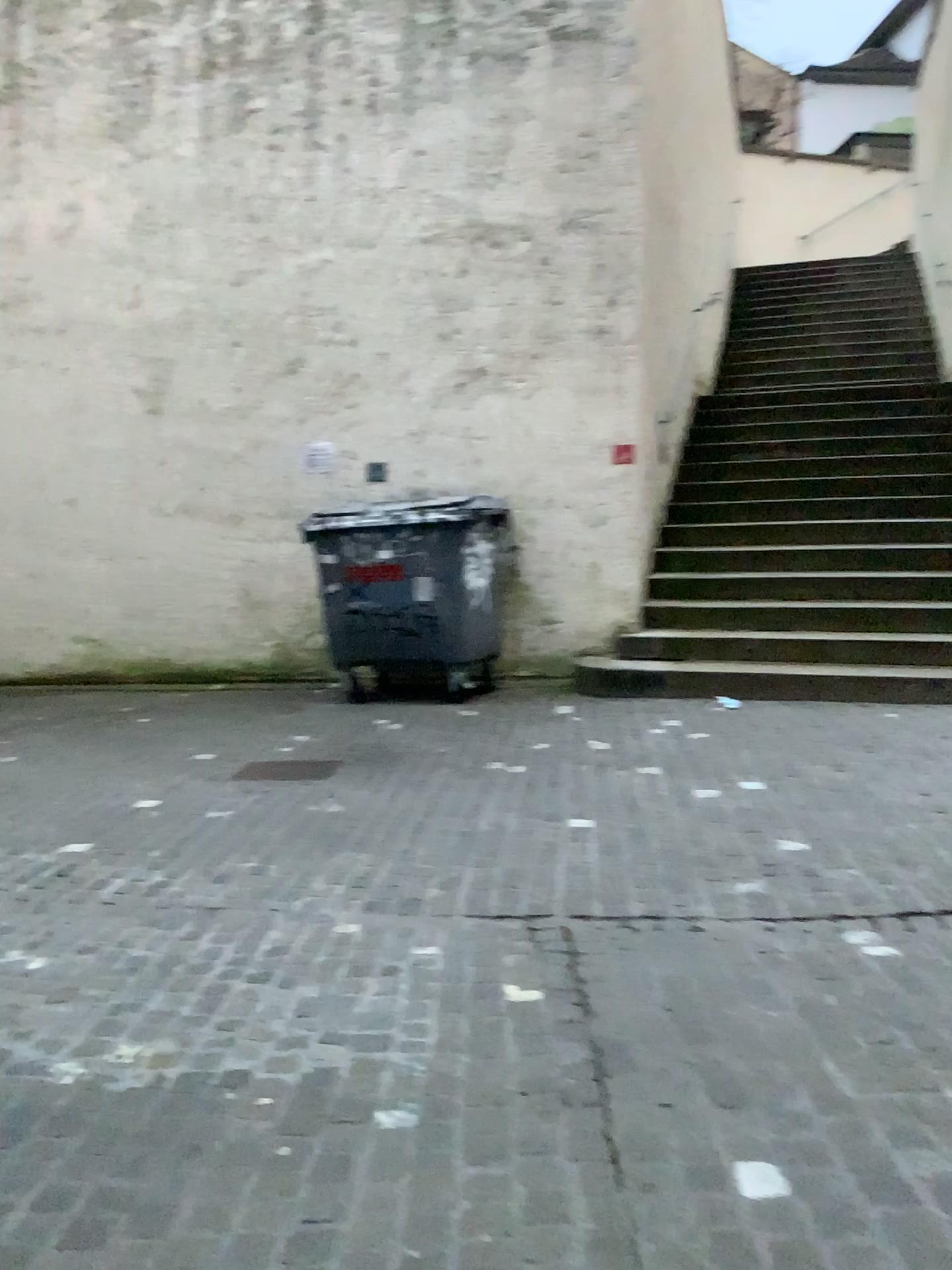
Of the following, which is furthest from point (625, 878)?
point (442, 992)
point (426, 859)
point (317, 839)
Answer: point (317, 839)
